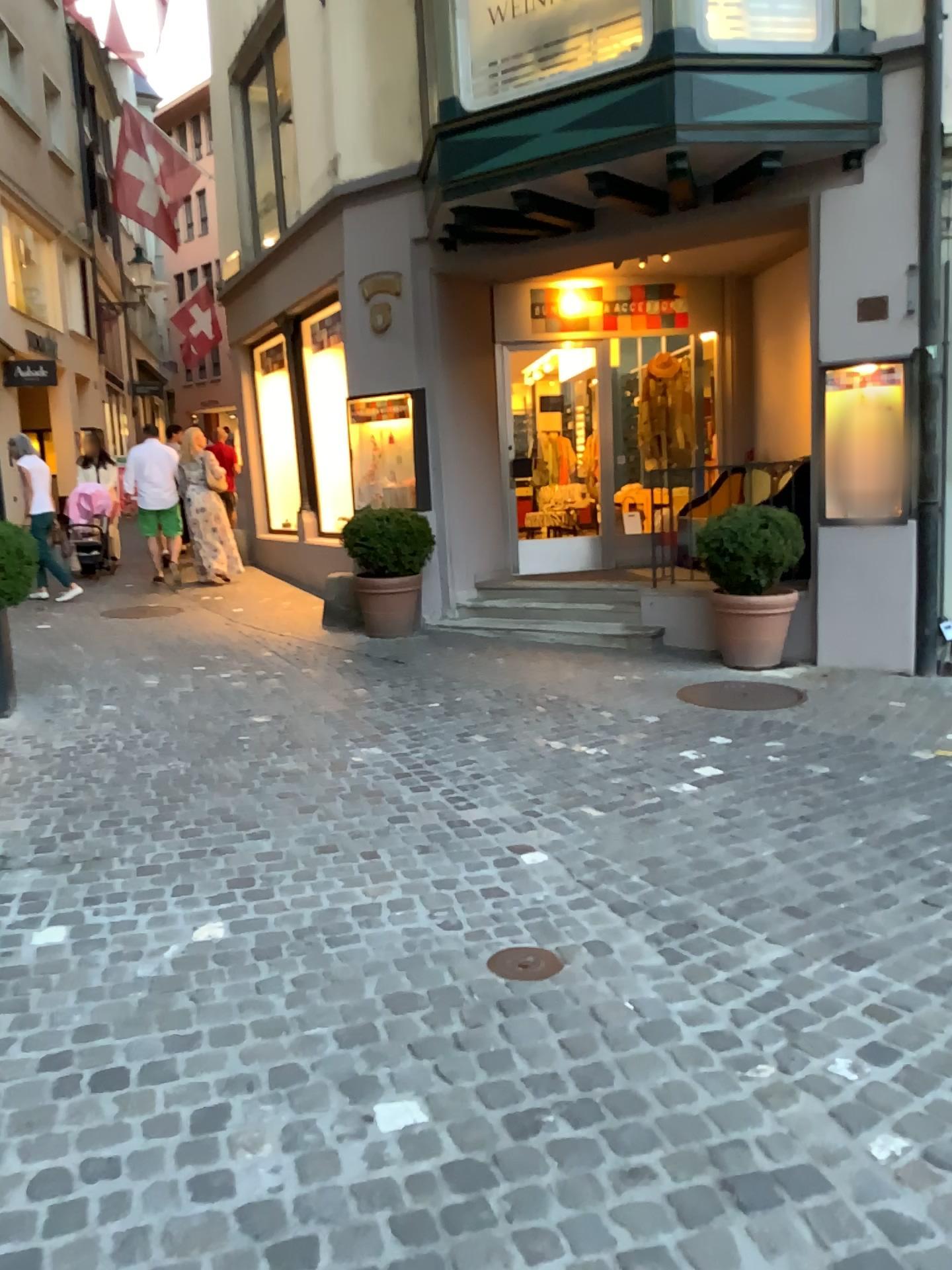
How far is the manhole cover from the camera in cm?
281

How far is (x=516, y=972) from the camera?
2.8m

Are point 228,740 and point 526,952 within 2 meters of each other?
no
